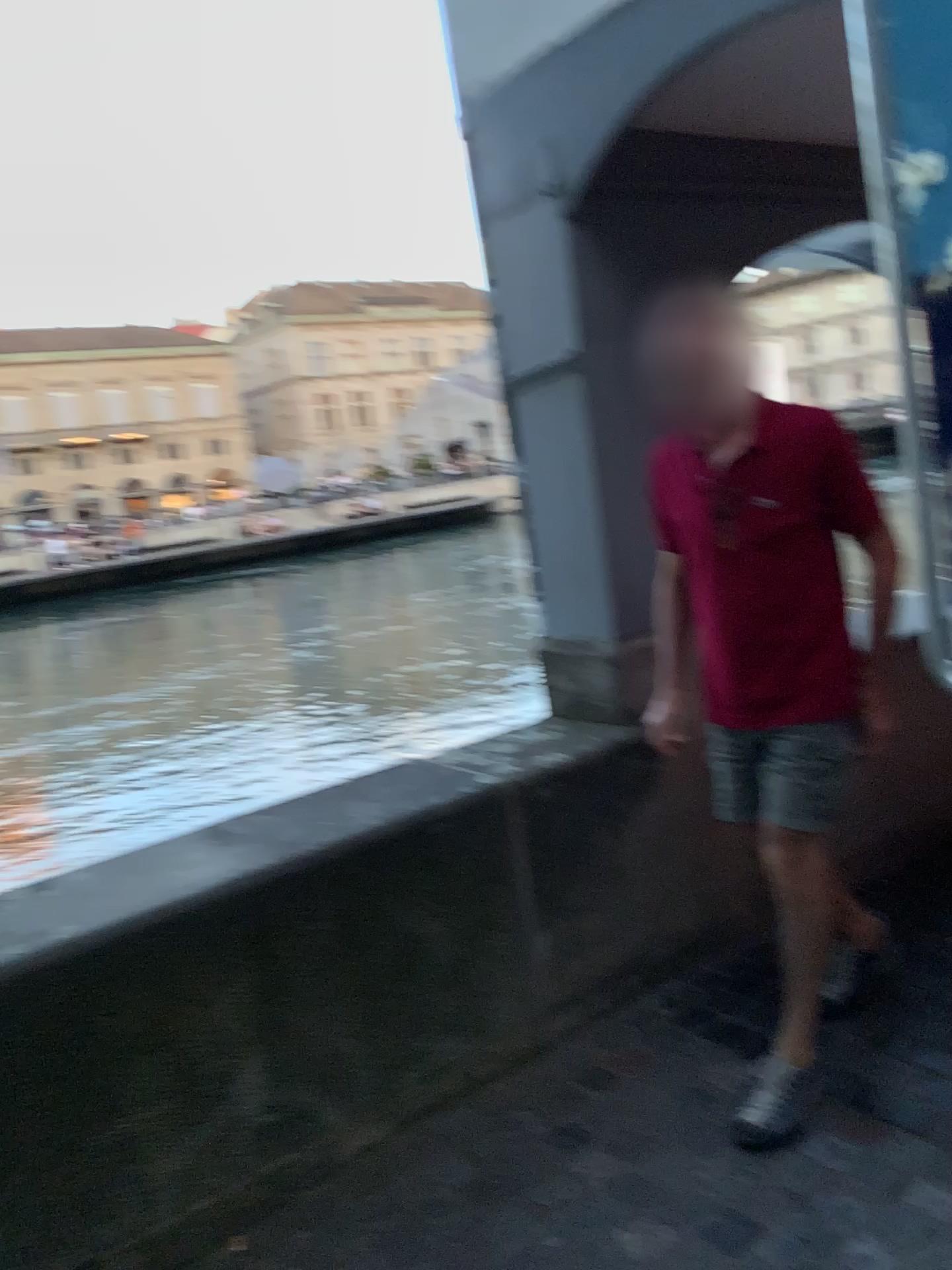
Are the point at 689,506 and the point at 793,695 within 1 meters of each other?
yes

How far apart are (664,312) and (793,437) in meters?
0.4

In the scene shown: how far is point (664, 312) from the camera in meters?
2.1 m

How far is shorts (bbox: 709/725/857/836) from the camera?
2.1 meters

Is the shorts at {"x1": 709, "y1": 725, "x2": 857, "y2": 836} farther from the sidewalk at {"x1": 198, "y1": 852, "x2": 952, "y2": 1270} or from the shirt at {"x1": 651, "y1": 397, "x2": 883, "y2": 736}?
the sidewalk at {"x1": 198, "y1": 852, "x2": 952, "y2": 1270}

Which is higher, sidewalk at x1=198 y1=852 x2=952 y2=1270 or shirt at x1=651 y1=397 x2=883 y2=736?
shirt at x1=651 y1=397 x2=883 y2=736

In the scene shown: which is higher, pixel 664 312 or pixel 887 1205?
pixel 664 312

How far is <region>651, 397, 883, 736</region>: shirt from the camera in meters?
2.1

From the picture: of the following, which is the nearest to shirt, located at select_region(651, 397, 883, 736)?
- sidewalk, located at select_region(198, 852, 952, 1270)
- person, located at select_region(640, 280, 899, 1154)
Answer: person, located at select_region(640, 280, 899, 1154)

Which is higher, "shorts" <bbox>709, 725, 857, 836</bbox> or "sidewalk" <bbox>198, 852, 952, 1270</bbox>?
"shorts" <bbox>709, 725, 857, 836</bbox>
